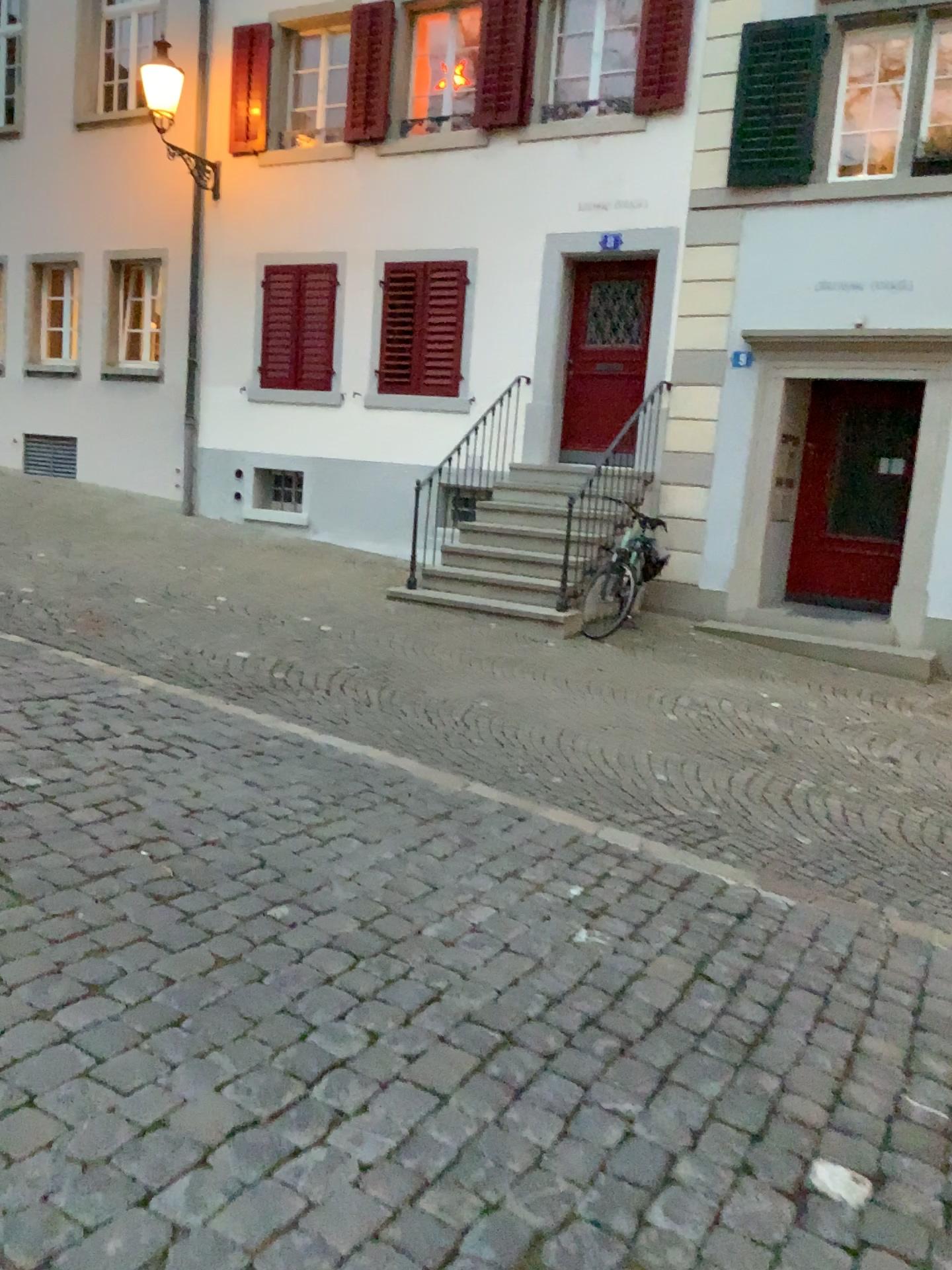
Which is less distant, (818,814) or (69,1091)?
(69,1091)
